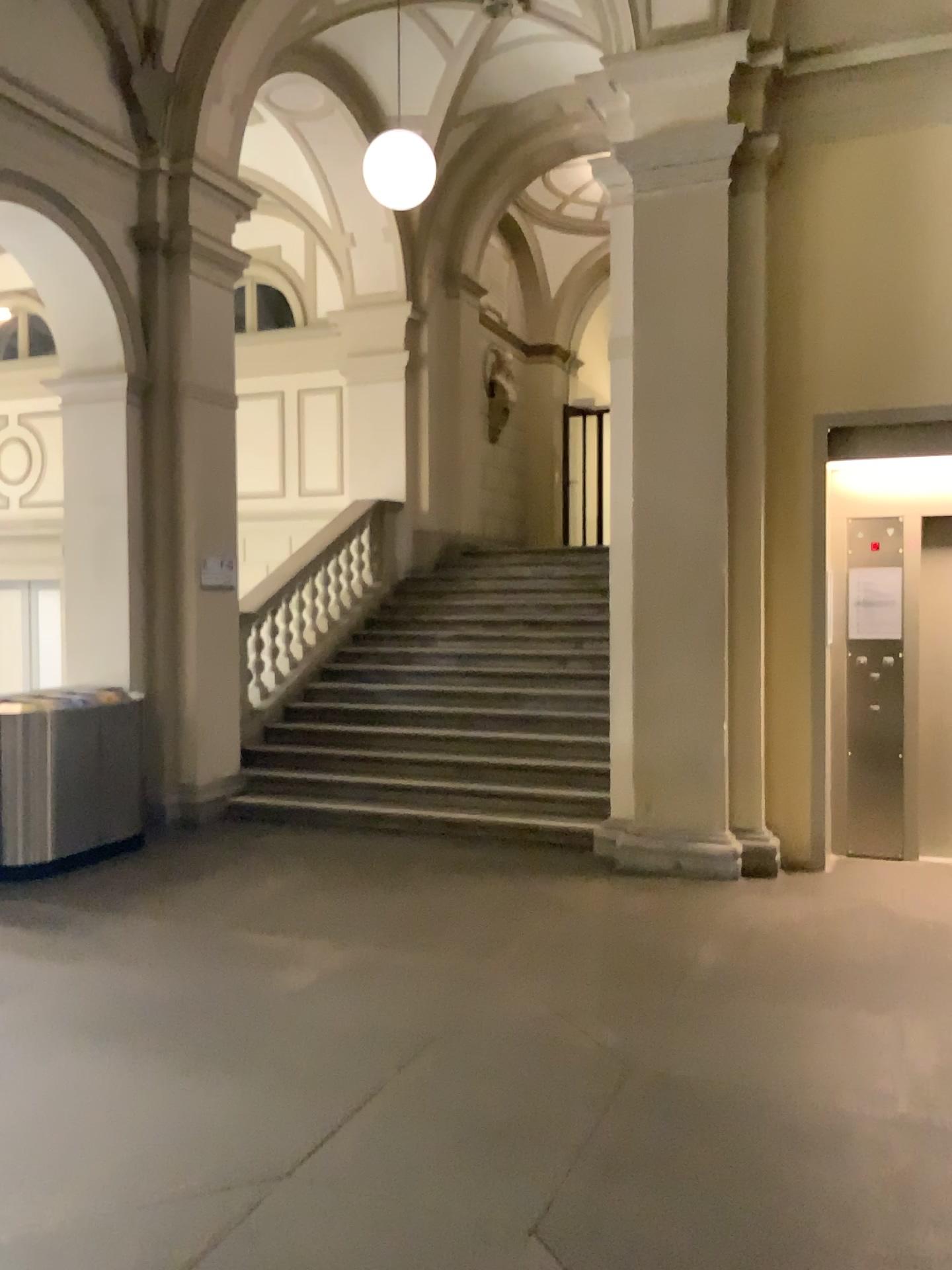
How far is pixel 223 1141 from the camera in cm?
312
